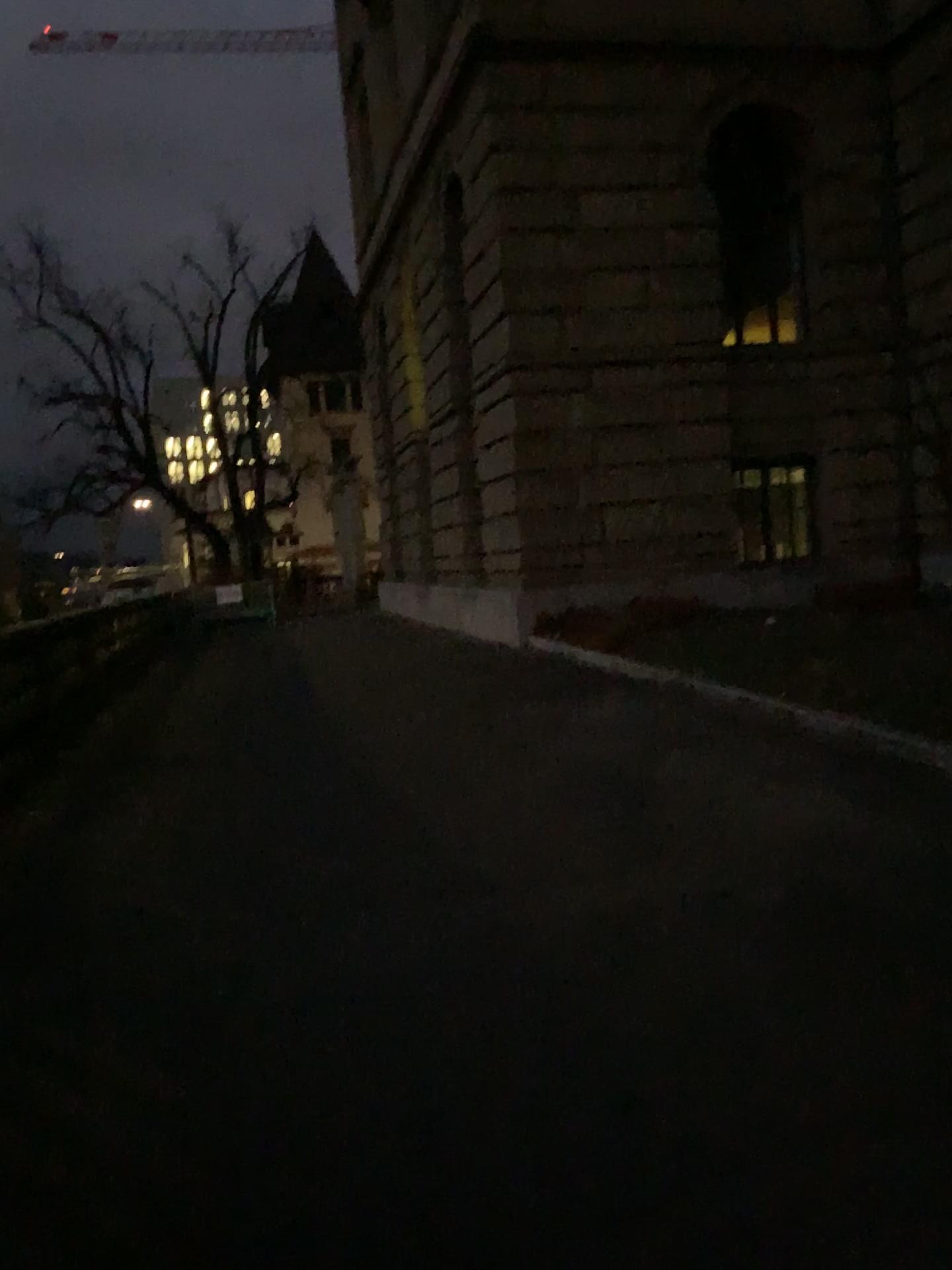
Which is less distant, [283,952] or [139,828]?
[283,952]
